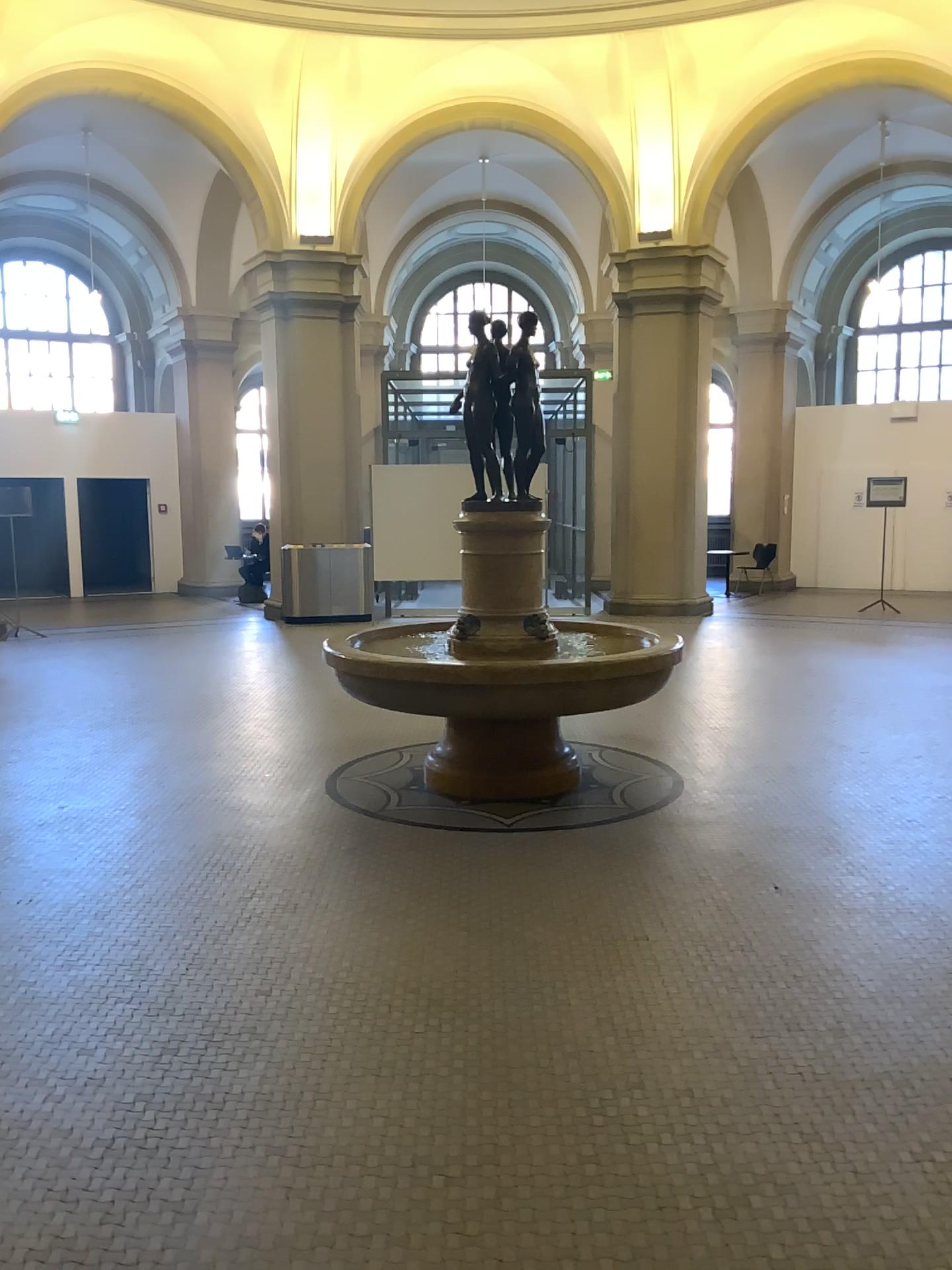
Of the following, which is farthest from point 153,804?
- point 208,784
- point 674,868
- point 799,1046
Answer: point 799,1046
